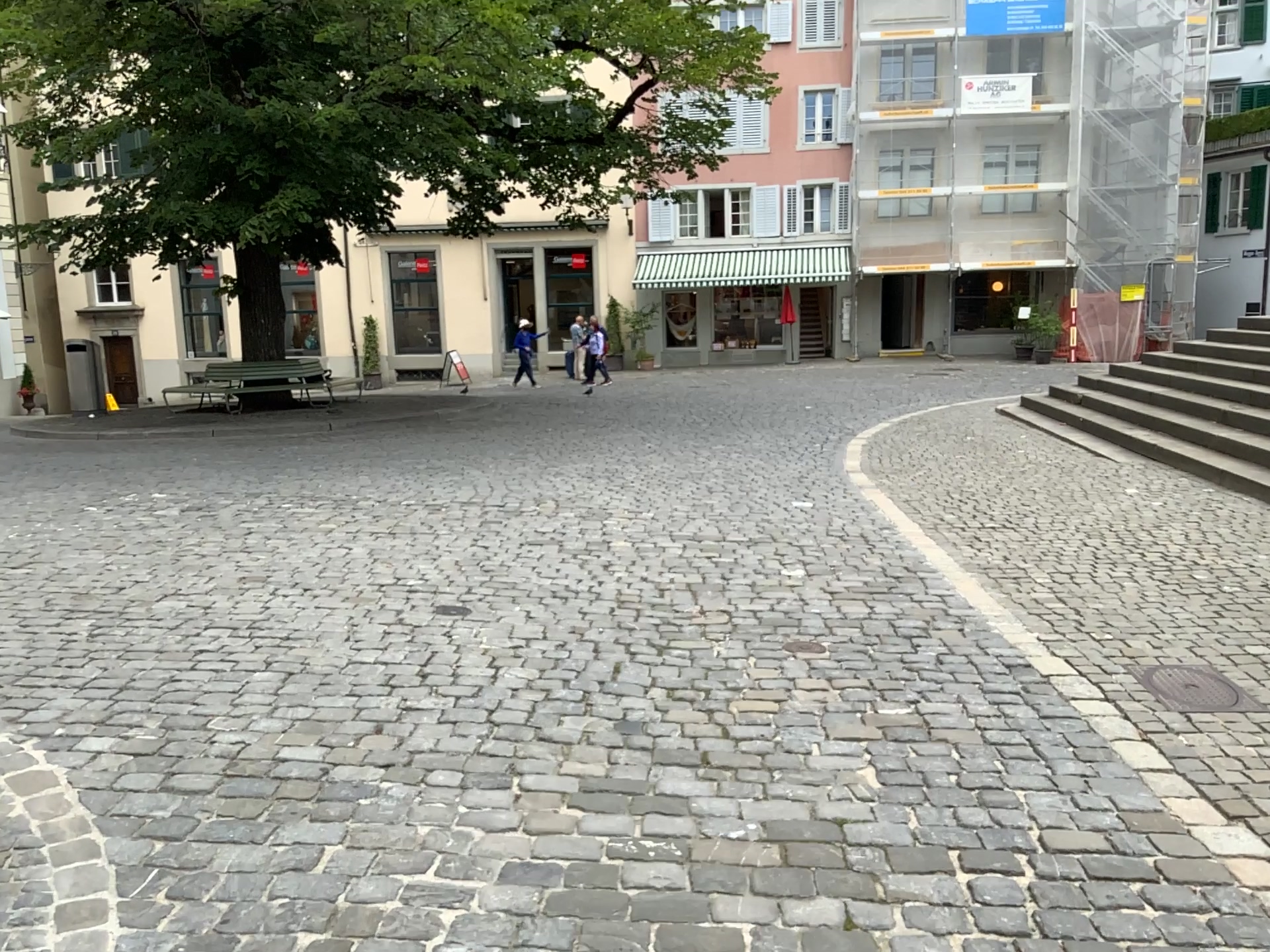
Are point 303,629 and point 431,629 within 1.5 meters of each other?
yes
